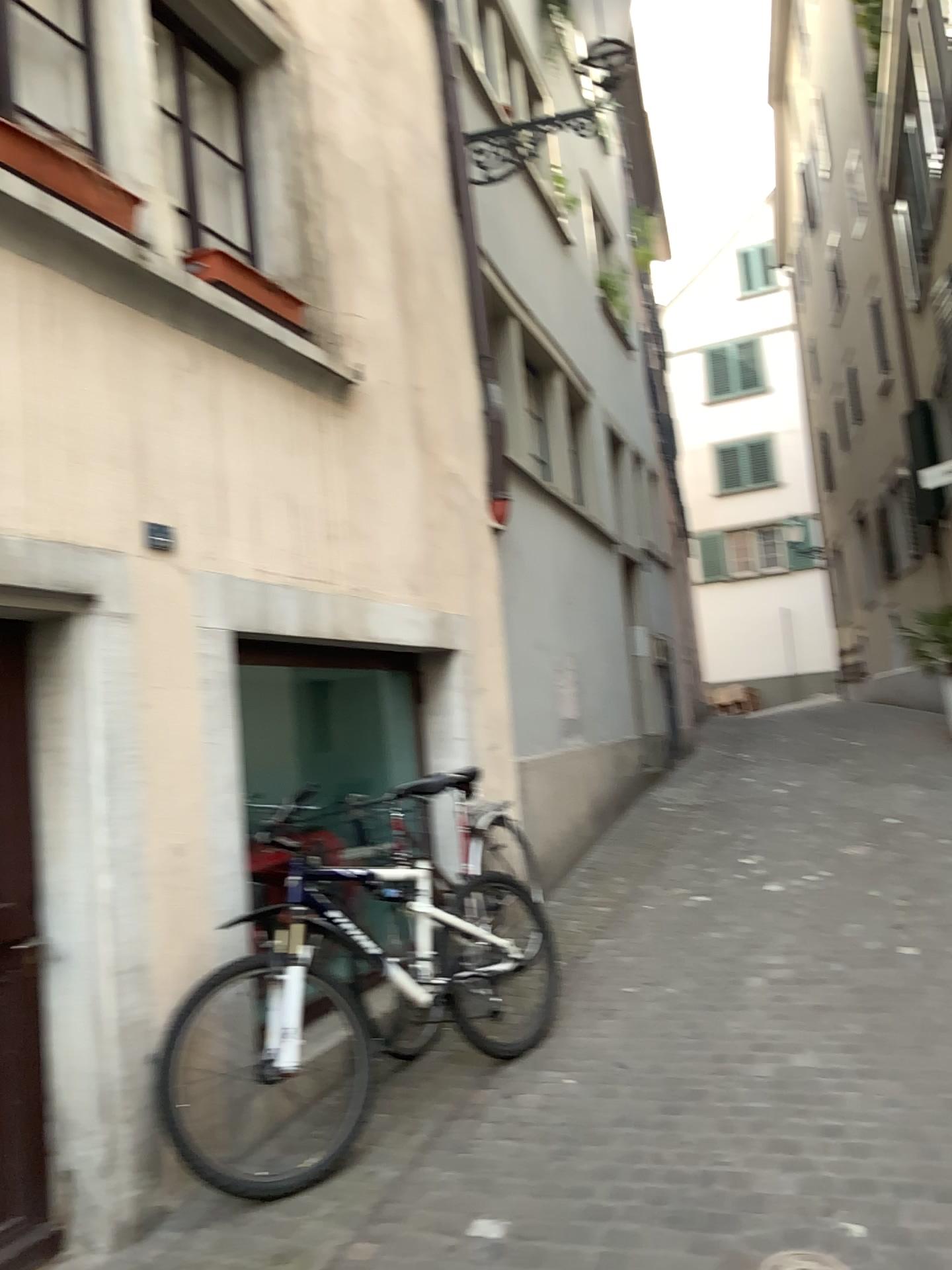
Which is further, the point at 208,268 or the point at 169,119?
the point at 169,119

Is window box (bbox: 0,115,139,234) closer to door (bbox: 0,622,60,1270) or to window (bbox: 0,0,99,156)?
window (bbox: 0,0,99,156)

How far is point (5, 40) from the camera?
3.1m

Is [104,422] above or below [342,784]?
above

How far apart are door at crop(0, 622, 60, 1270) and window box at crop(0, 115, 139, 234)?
1.3 meters

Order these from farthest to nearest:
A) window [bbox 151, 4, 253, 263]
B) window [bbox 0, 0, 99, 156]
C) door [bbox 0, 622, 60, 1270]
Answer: window [bbox 151, 4, 253, 263] → window [bbox 0, 0, 99, 156] → door [bbox 0, 622, 60, 1270]

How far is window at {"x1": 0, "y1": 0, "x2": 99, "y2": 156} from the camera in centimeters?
311cm

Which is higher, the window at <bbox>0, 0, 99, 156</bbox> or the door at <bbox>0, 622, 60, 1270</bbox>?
the window at <bbox>0, 0, 99, 156</bbox>

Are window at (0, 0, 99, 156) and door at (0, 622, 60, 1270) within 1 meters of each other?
no

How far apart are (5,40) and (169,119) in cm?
81
